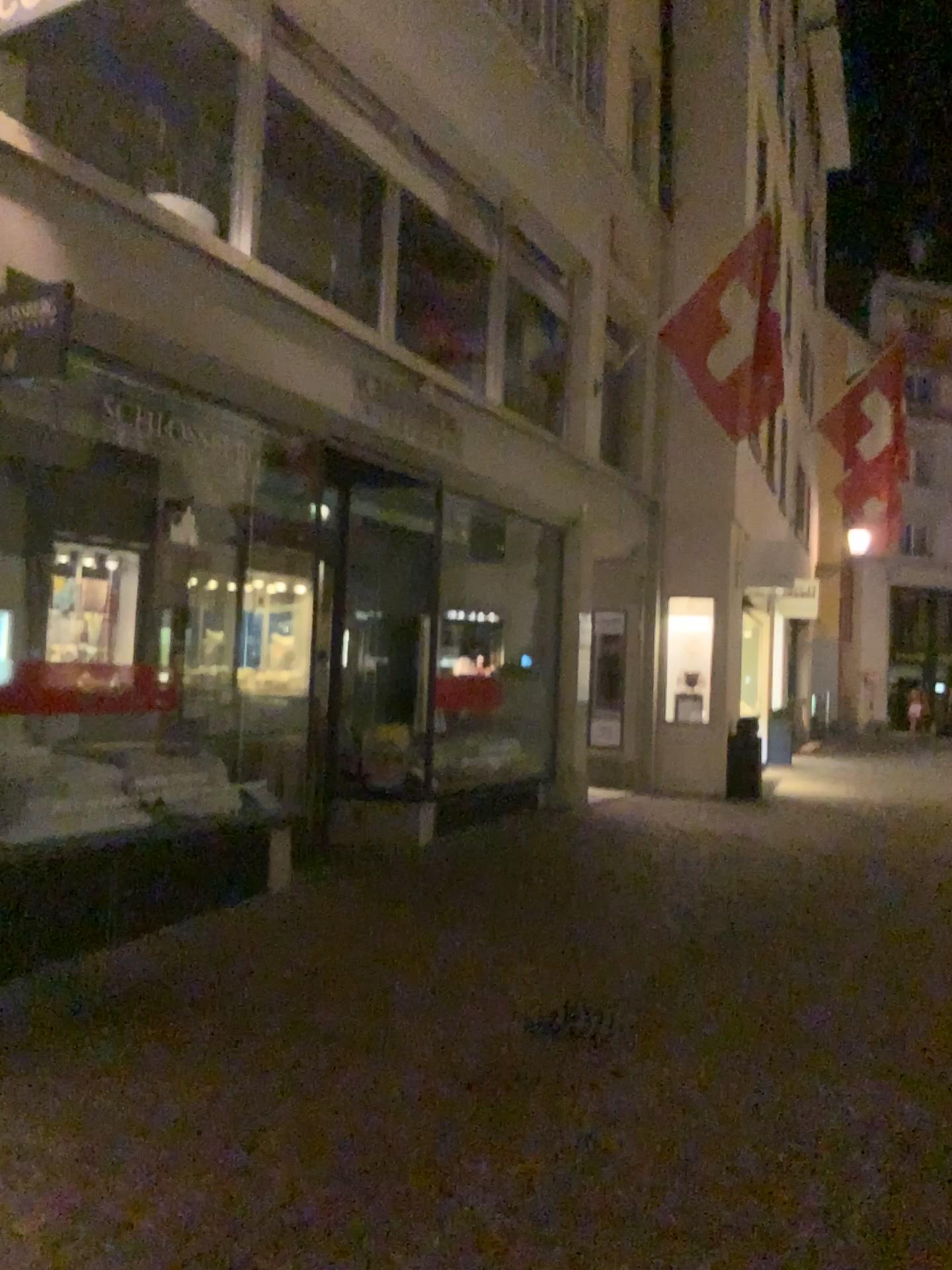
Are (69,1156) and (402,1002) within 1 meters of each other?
no
